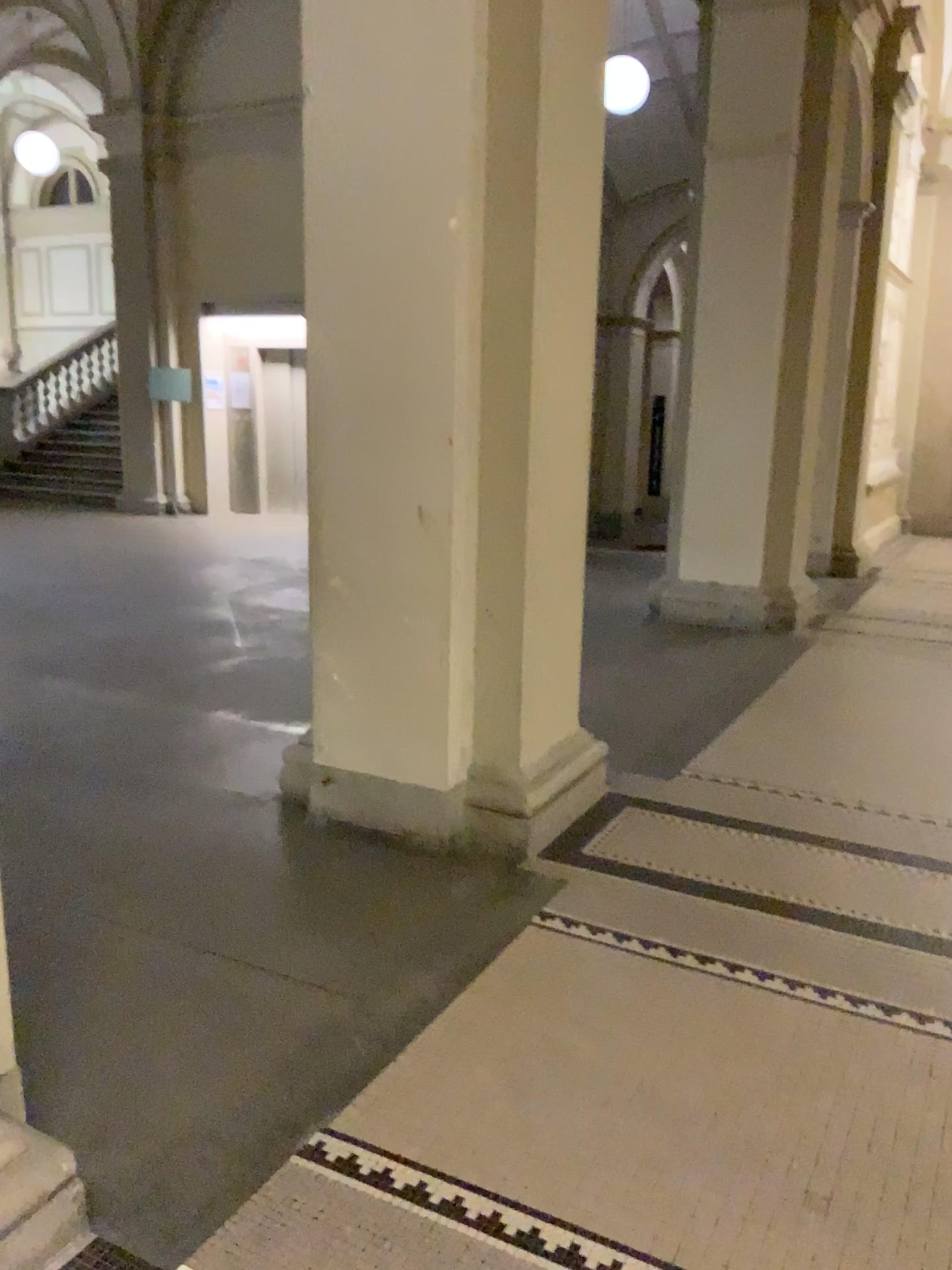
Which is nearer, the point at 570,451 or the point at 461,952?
the point at 461,952
